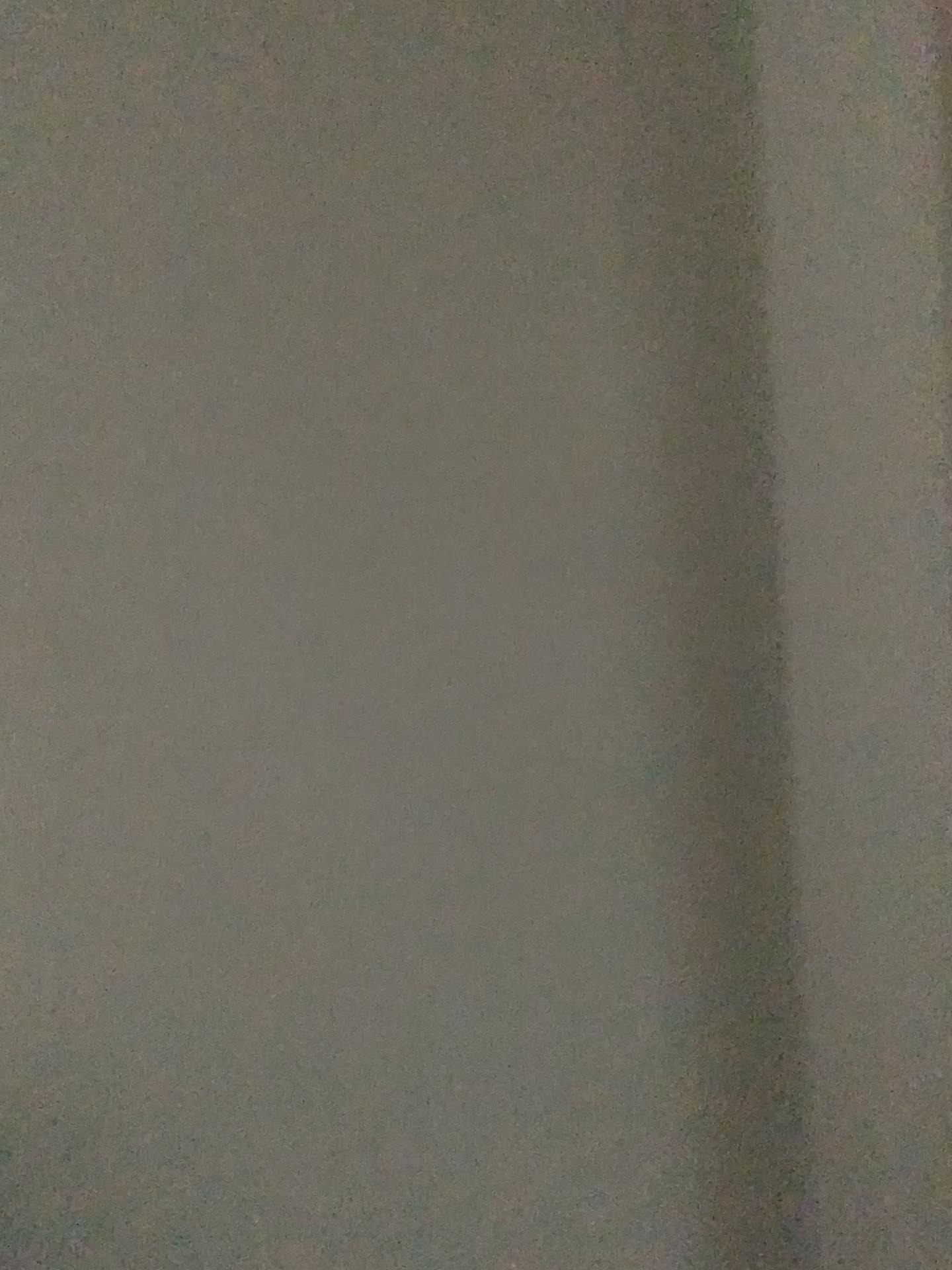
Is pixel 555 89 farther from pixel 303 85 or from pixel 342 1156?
pixel 342 1156
